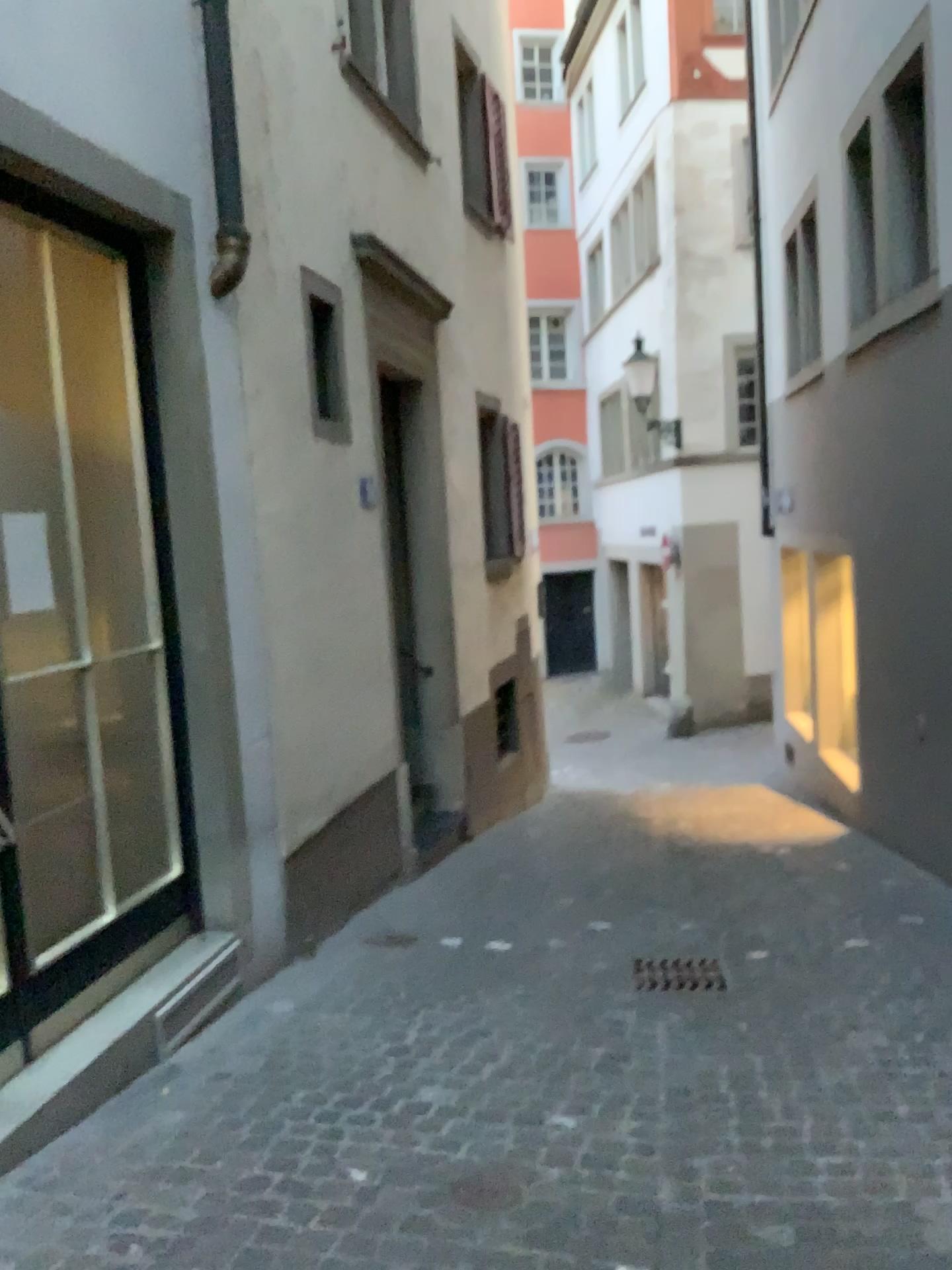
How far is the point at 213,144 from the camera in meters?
4.1 m

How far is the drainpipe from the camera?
4.1 meters

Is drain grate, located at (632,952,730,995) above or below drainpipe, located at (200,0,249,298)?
below

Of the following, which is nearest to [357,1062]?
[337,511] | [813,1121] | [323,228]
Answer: [813,1121]

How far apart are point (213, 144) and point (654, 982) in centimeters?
364cm

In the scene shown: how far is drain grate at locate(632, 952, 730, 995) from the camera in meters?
4.1

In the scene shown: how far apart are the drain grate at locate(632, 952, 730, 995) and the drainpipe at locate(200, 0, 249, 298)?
3.1 meters

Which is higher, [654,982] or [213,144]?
[213,144]
